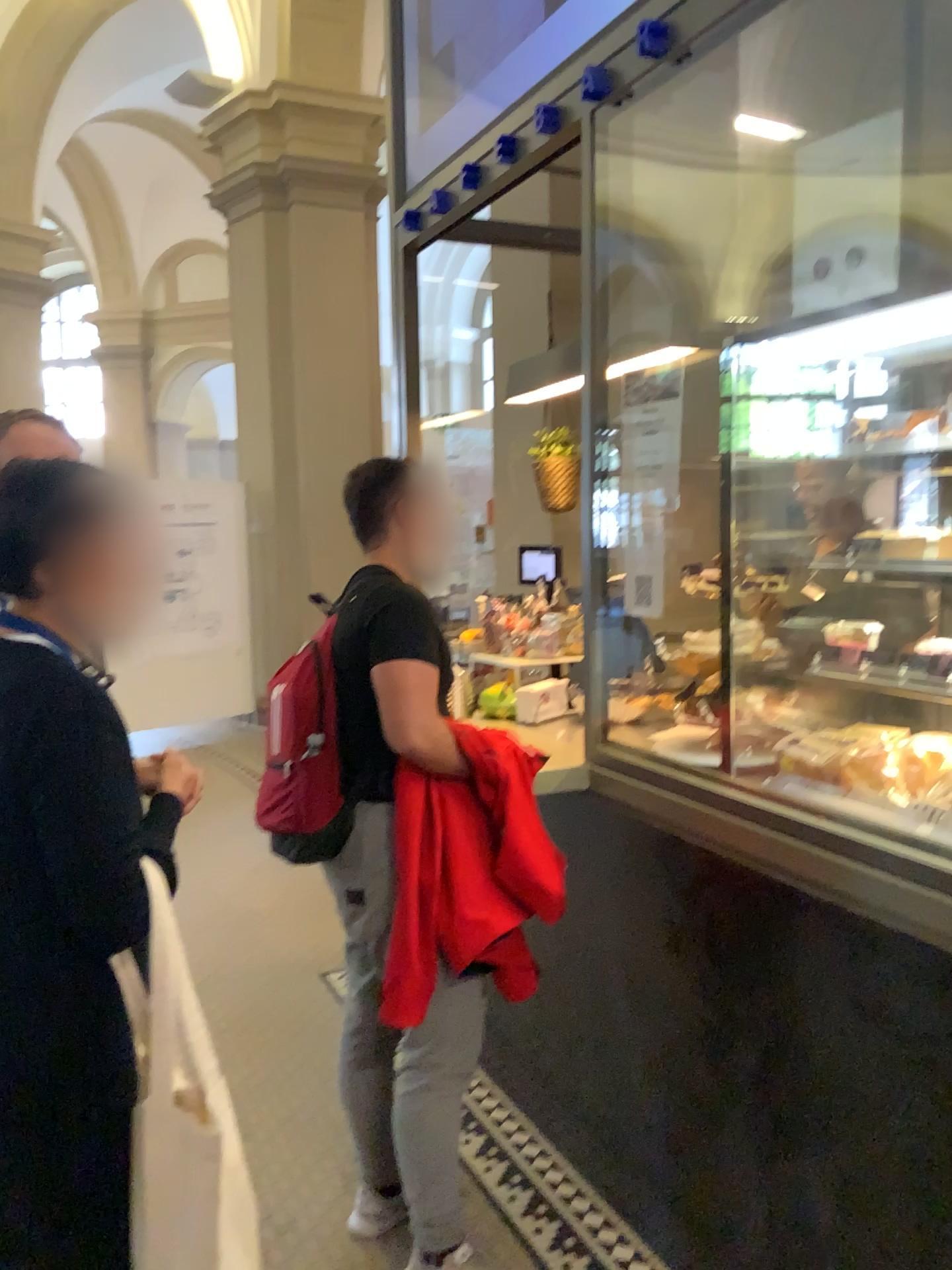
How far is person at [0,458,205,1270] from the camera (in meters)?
1.28

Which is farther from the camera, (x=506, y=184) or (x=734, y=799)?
(x=506, y=184)

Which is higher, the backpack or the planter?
the planter

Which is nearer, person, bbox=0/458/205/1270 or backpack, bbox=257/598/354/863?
person, bbox=0/458/205/1270

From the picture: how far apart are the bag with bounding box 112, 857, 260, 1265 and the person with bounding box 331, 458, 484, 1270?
0.7 meters

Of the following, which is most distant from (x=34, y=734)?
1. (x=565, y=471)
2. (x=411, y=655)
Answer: (x=565, y=471)

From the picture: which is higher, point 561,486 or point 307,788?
point 561,486

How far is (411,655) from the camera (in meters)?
2.02

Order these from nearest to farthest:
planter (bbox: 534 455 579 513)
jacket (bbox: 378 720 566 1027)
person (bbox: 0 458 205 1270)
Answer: person (bbox: 0 458 205 1270), jacket (bbox: 378 720 566 1027), planter (bbox: 534 455 579 513)

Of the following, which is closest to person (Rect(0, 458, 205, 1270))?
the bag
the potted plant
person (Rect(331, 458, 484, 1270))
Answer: the bag
